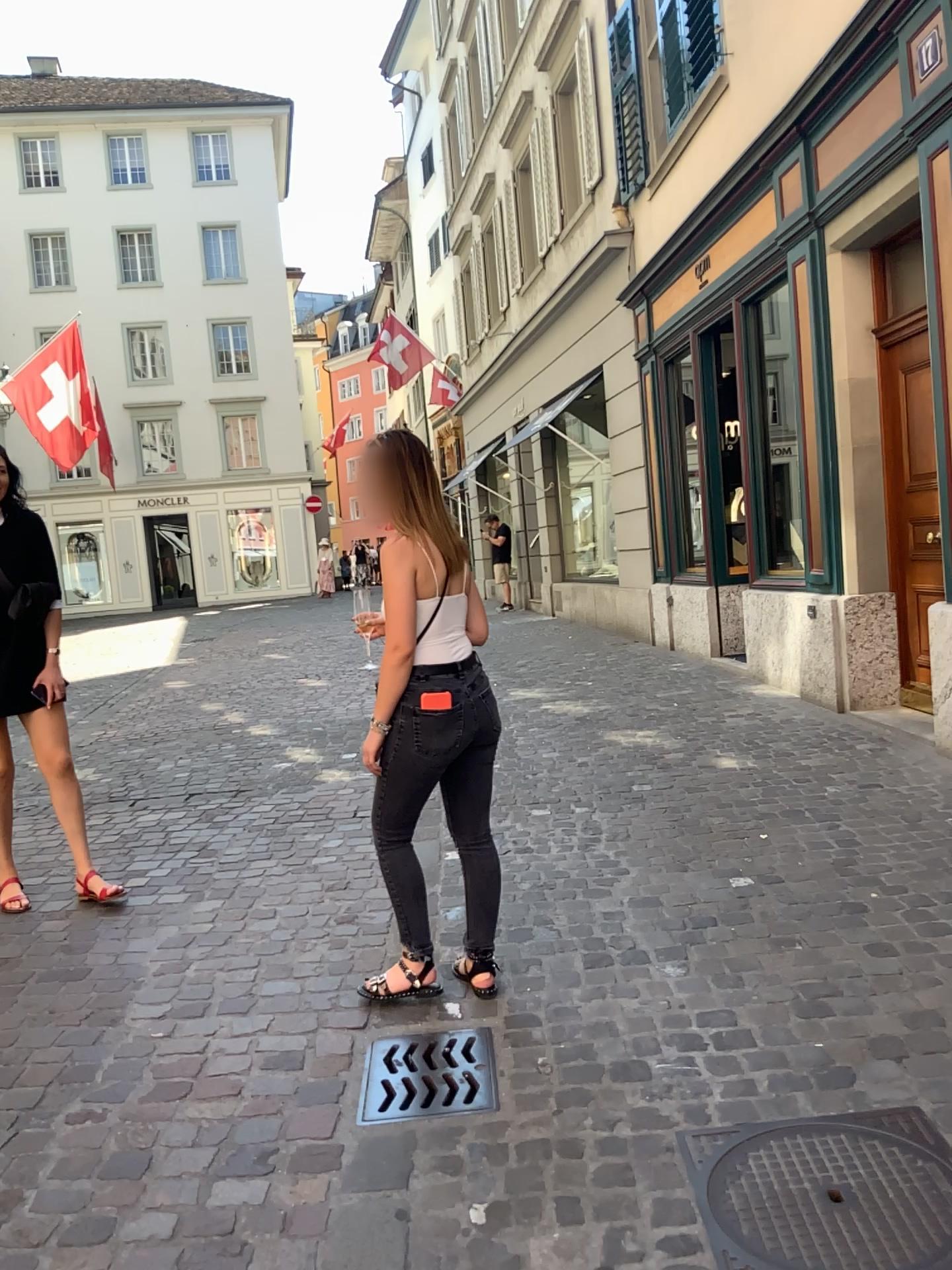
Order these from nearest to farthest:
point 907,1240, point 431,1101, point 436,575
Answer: point 907,1240, point 431,1101, point 436,575

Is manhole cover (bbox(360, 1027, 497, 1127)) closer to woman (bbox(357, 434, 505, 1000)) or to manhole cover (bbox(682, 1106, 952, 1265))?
woman (bbox(357, 434, 505, 1000))

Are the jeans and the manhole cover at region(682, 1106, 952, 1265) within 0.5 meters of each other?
no

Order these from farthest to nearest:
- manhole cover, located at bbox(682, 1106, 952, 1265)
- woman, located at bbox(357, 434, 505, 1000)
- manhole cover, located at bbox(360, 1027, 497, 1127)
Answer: woman, located at bbox(357, 434, 505, 1000) < manhole cover, located at bbox(360, 1027, 497, 1127) < manhole cover, located at bbox(682, 1106, 952, 1265)

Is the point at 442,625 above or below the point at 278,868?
above

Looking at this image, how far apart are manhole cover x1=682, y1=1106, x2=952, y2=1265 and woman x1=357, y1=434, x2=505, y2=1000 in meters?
0.8 m

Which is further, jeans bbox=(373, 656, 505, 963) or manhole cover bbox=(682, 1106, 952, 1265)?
jeans bbox=(373, 656, 505, 963)

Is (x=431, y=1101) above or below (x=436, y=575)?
below

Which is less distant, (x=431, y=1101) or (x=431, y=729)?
(x=431, y=1101)

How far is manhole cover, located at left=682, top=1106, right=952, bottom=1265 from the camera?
1.8 meters
